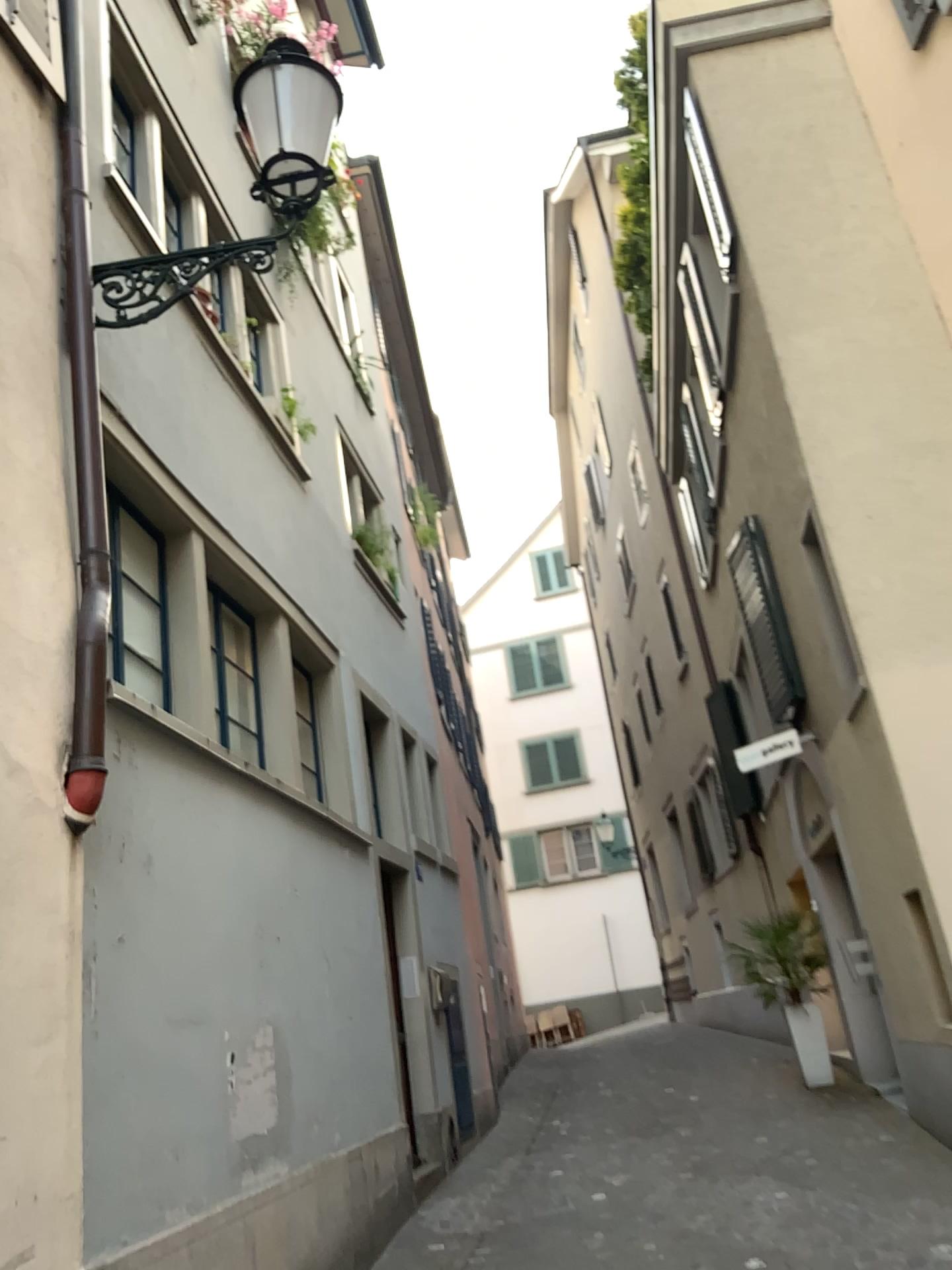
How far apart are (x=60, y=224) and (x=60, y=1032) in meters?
2.9
